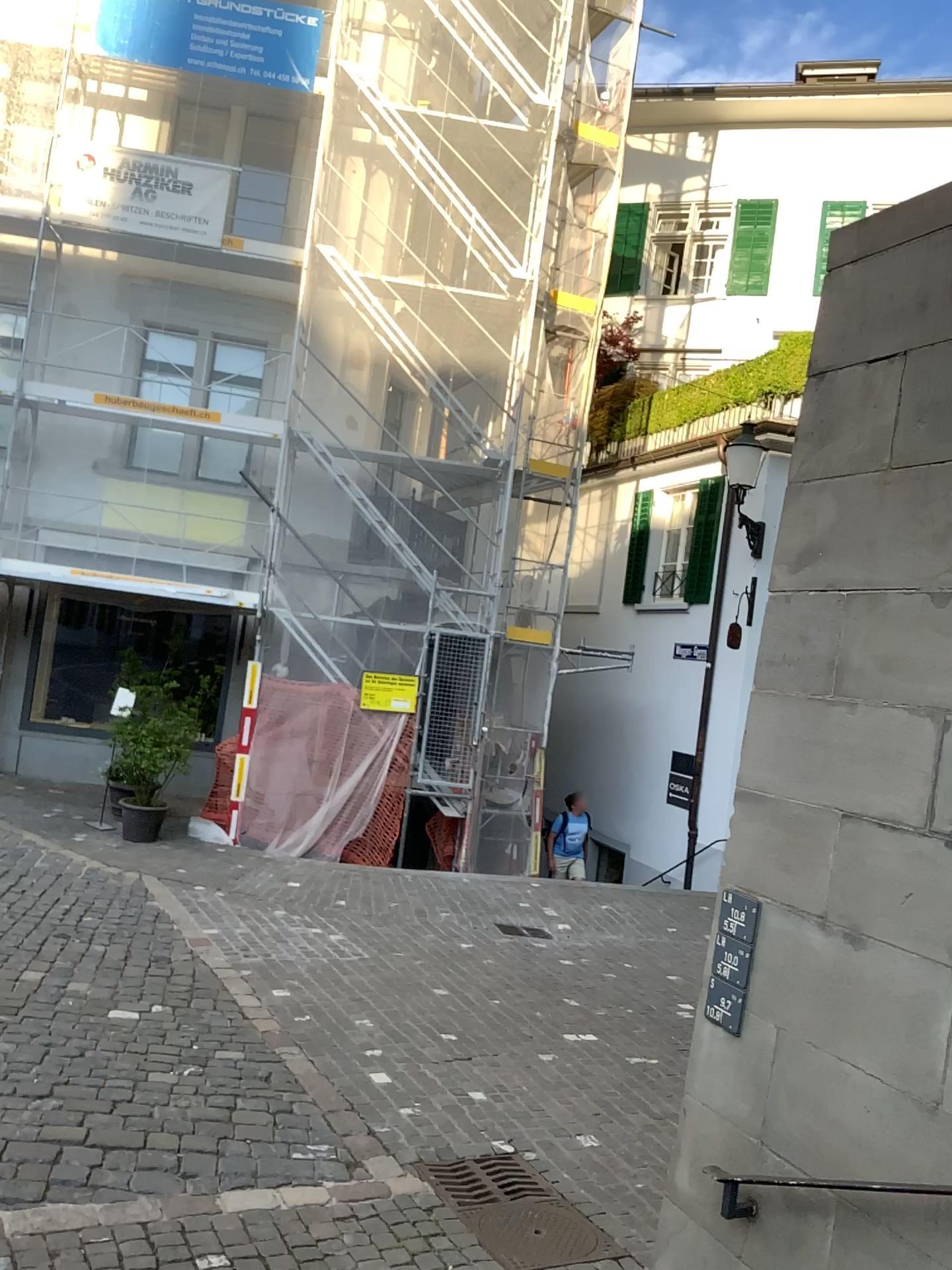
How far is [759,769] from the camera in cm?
289
